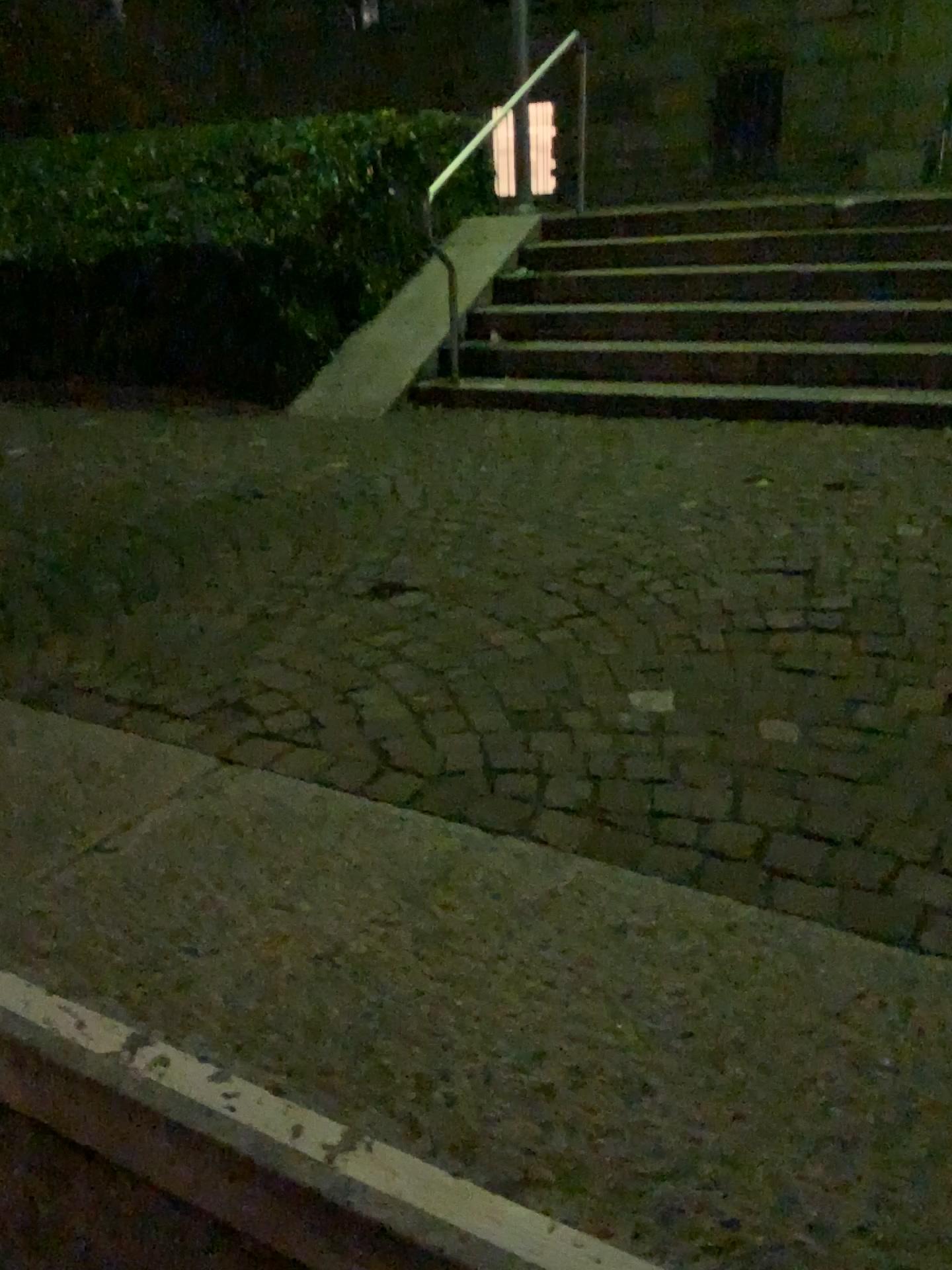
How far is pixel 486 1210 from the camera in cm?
104

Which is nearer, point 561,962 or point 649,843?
point 561,962

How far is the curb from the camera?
1.0m
